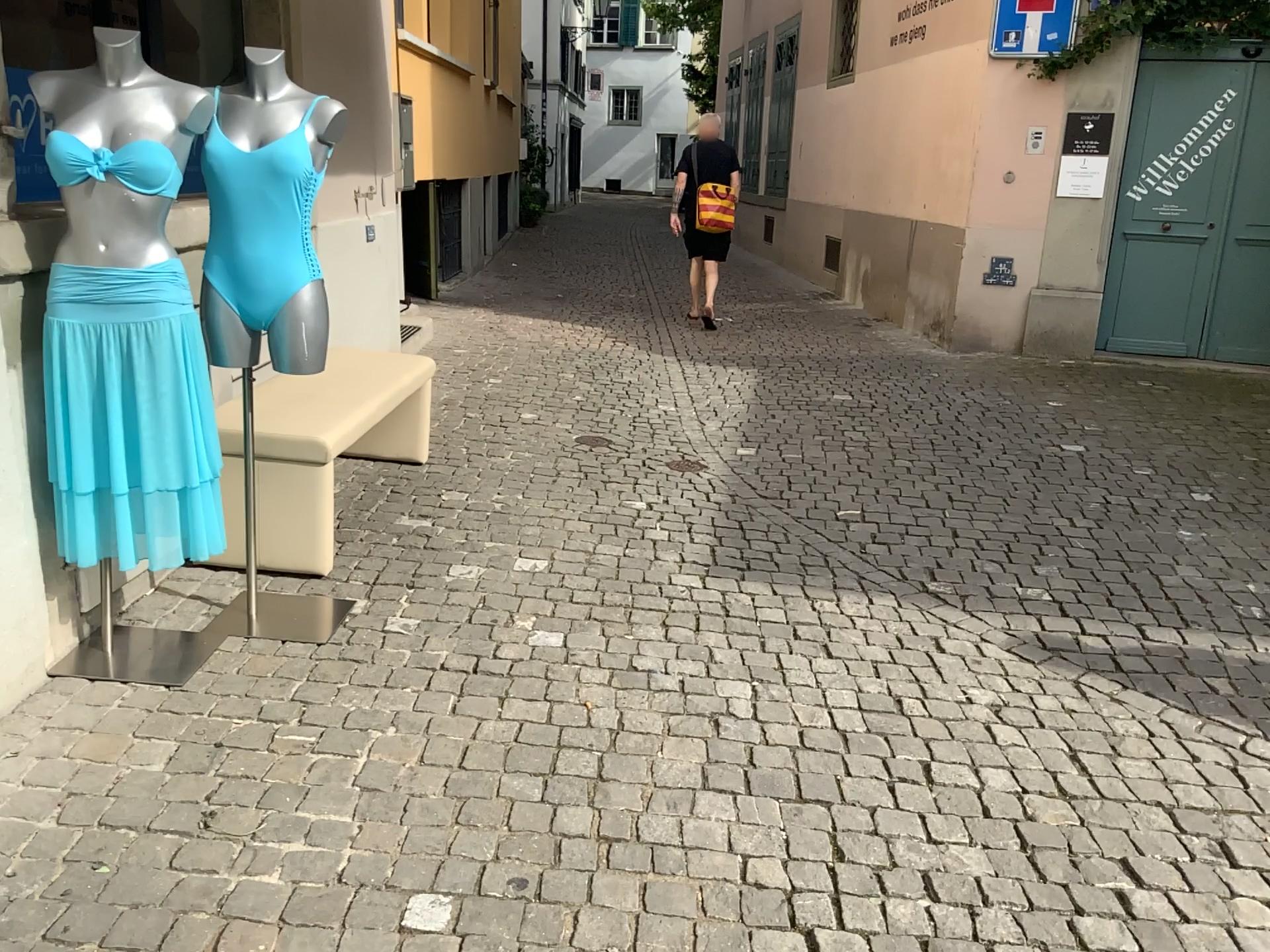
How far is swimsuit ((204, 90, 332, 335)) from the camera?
2.7m

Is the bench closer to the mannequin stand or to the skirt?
the mannequin stand

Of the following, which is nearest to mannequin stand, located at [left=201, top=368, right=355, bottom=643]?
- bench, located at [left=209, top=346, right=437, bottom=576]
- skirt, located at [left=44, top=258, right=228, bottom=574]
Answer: bench, located at [left=209, top=346, right=437, bottom=576]

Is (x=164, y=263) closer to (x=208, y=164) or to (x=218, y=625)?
(x=208, y=164)

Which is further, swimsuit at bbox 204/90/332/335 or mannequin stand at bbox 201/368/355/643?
mannequin stand at bbox 201/368/355/643

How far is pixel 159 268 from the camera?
2.5m

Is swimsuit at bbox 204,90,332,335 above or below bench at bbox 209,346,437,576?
above

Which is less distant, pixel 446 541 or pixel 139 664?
pixel 139 664

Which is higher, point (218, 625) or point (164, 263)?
point (164, 263)
